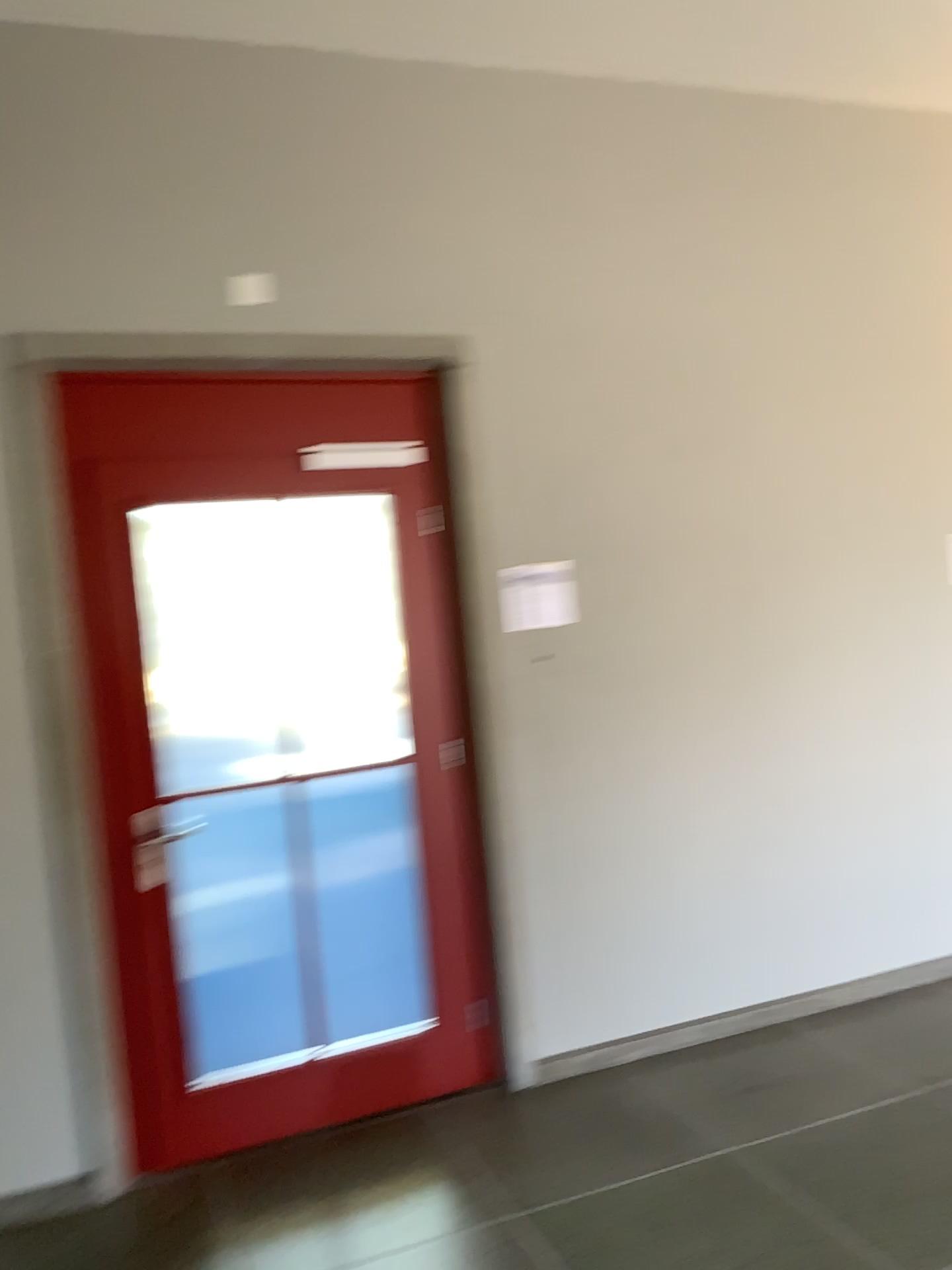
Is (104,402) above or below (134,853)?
above

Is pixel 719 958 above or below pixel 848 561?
below
